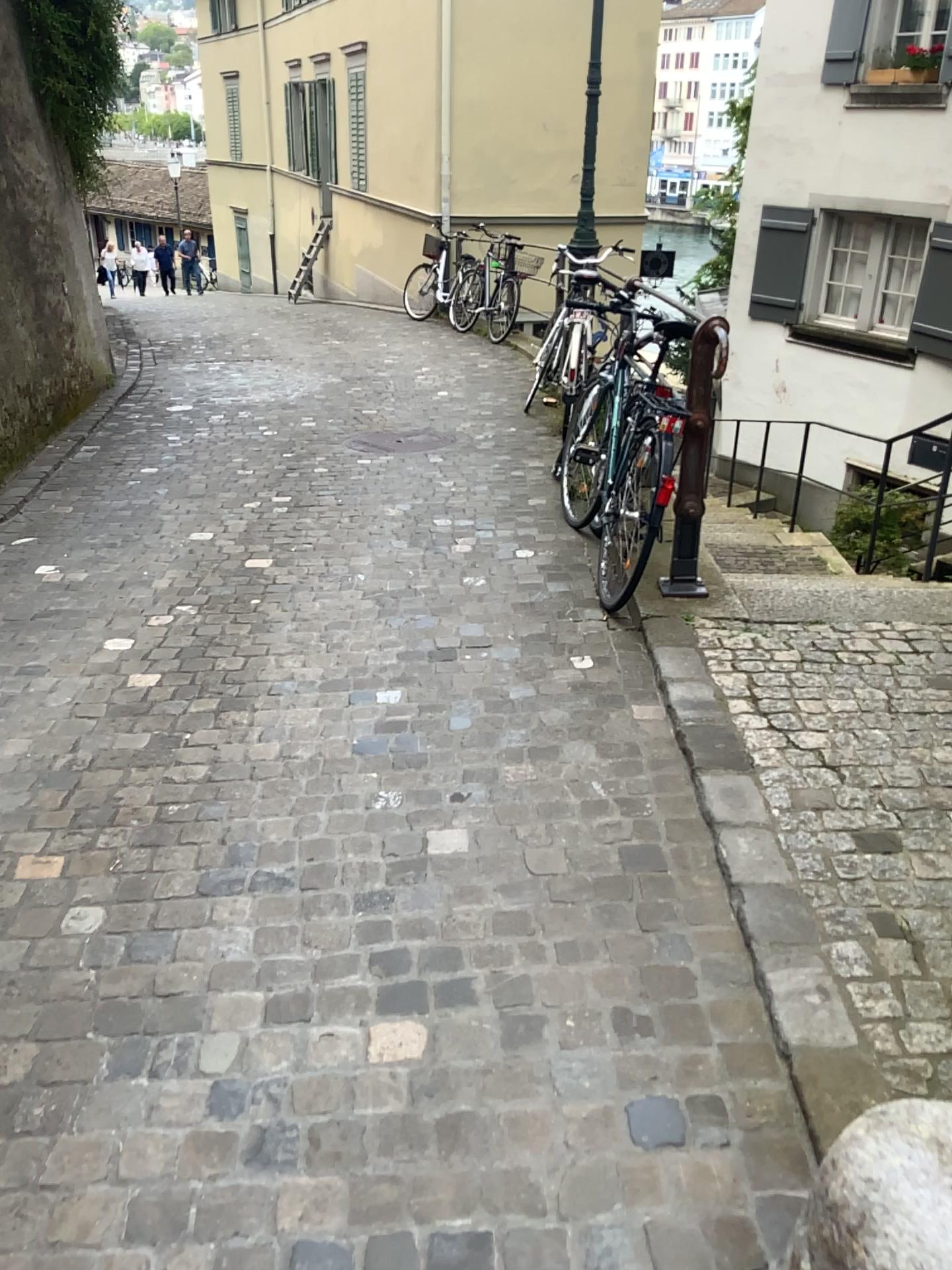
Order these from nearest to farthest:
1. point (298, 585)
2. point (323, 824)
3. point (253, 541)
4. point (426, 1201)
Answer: point (426, 1201) < point (323, 824) < point (298, 585) < point (253, 541)
